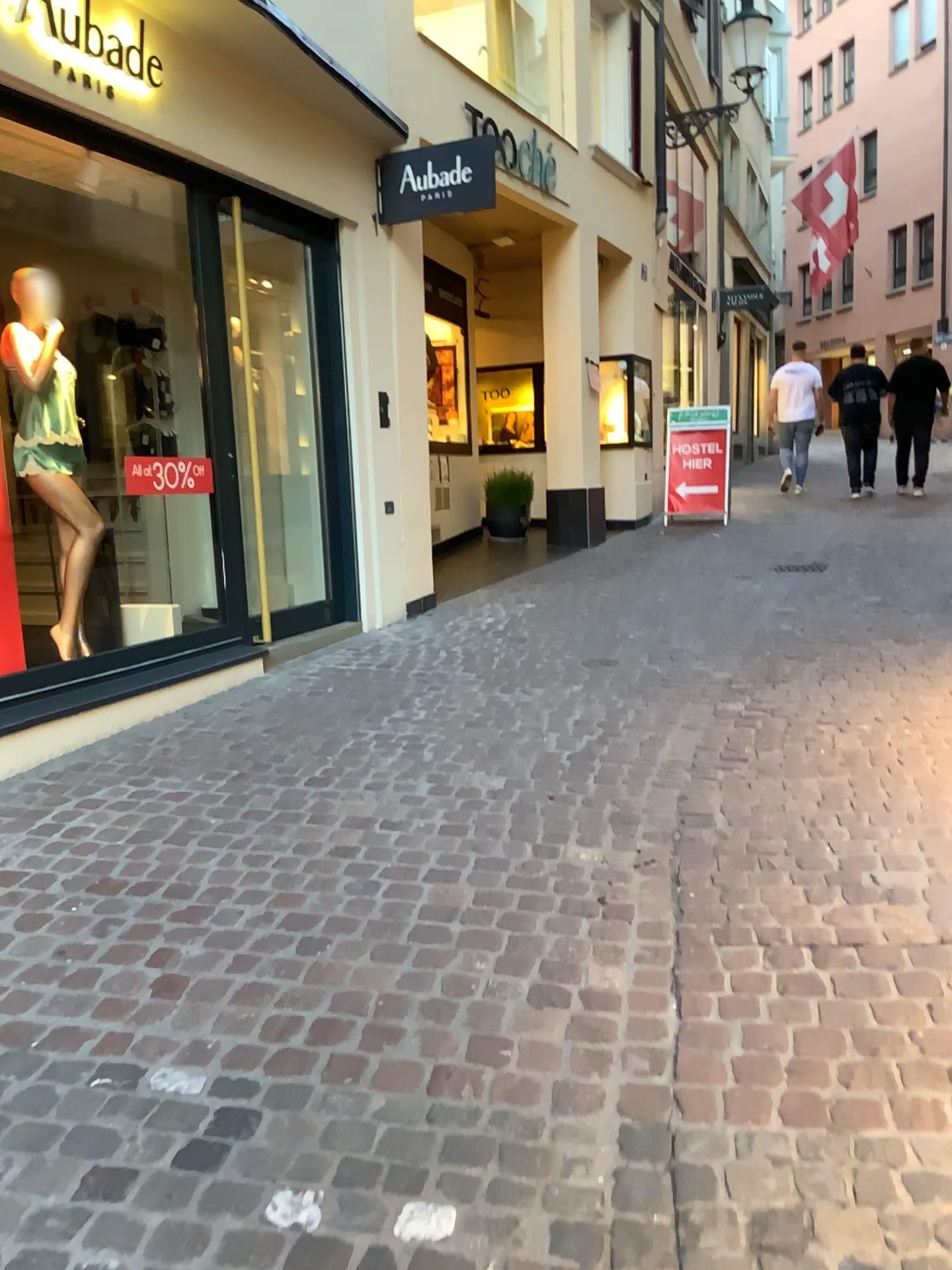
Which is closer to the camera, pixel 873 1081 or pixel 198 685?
pixel 873 1081
